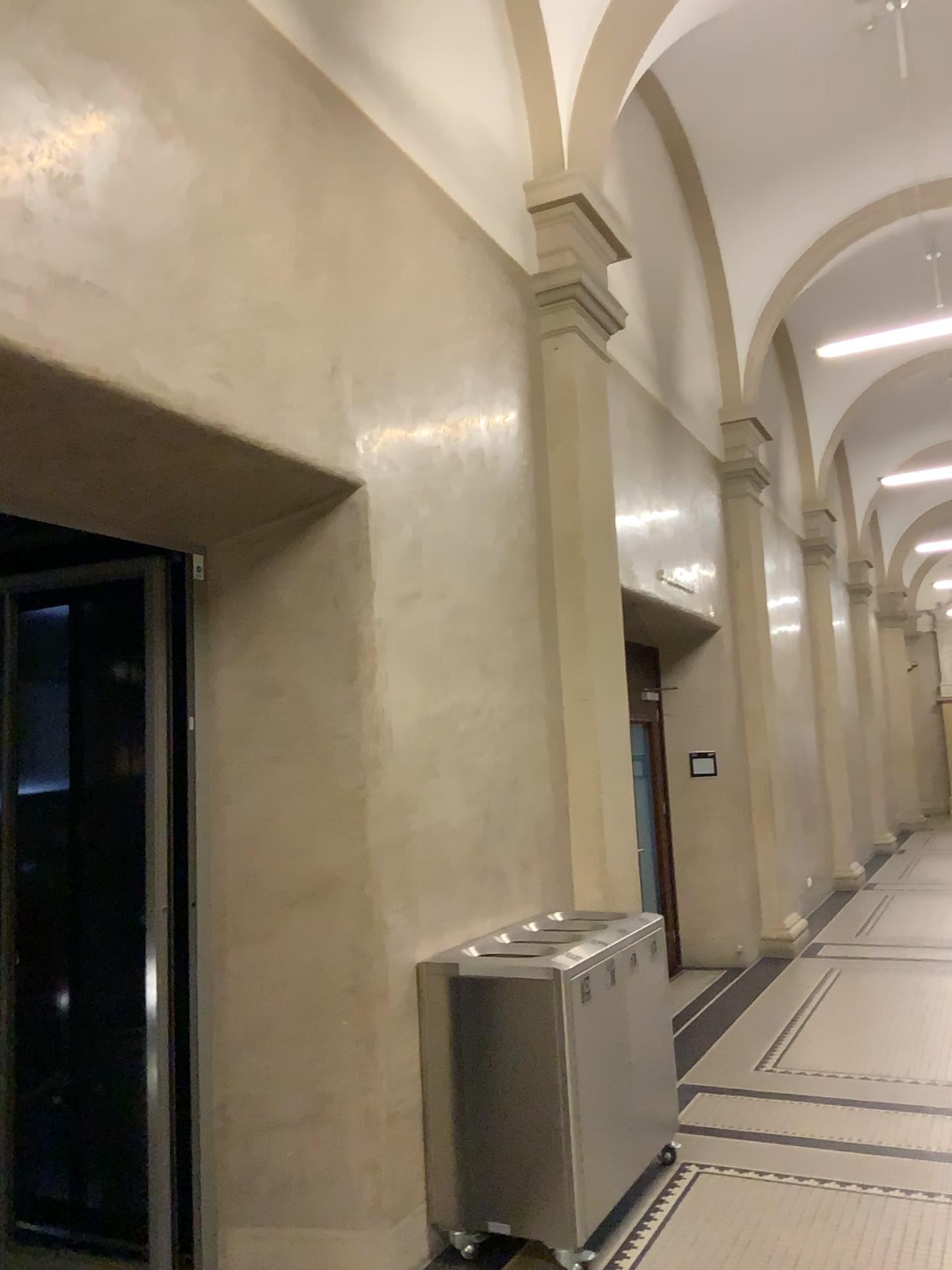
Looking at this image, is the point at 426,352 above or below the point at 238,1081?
above
